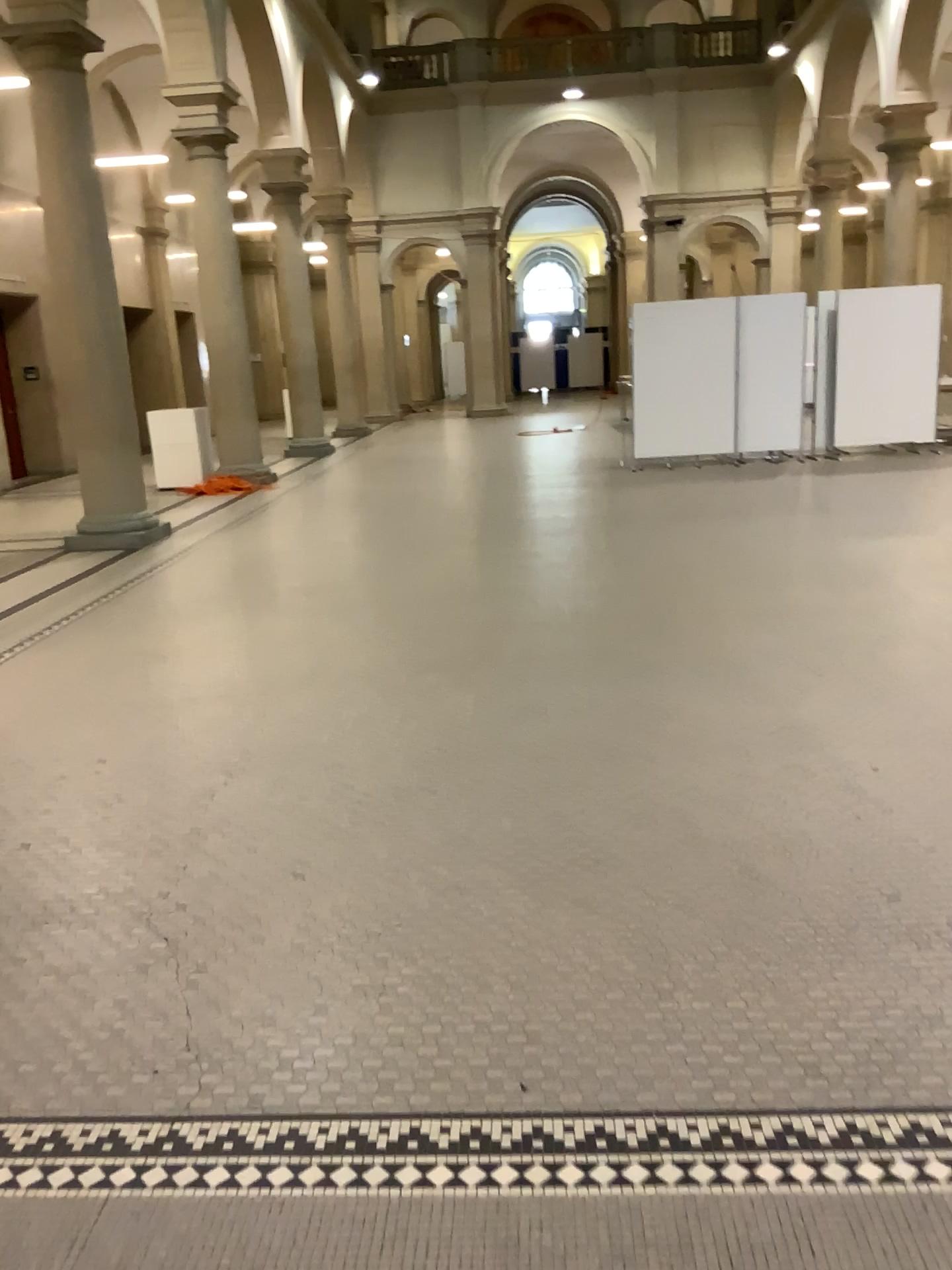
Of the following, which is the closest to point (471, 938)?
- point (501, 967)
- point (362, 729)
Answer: point (501, 967)
